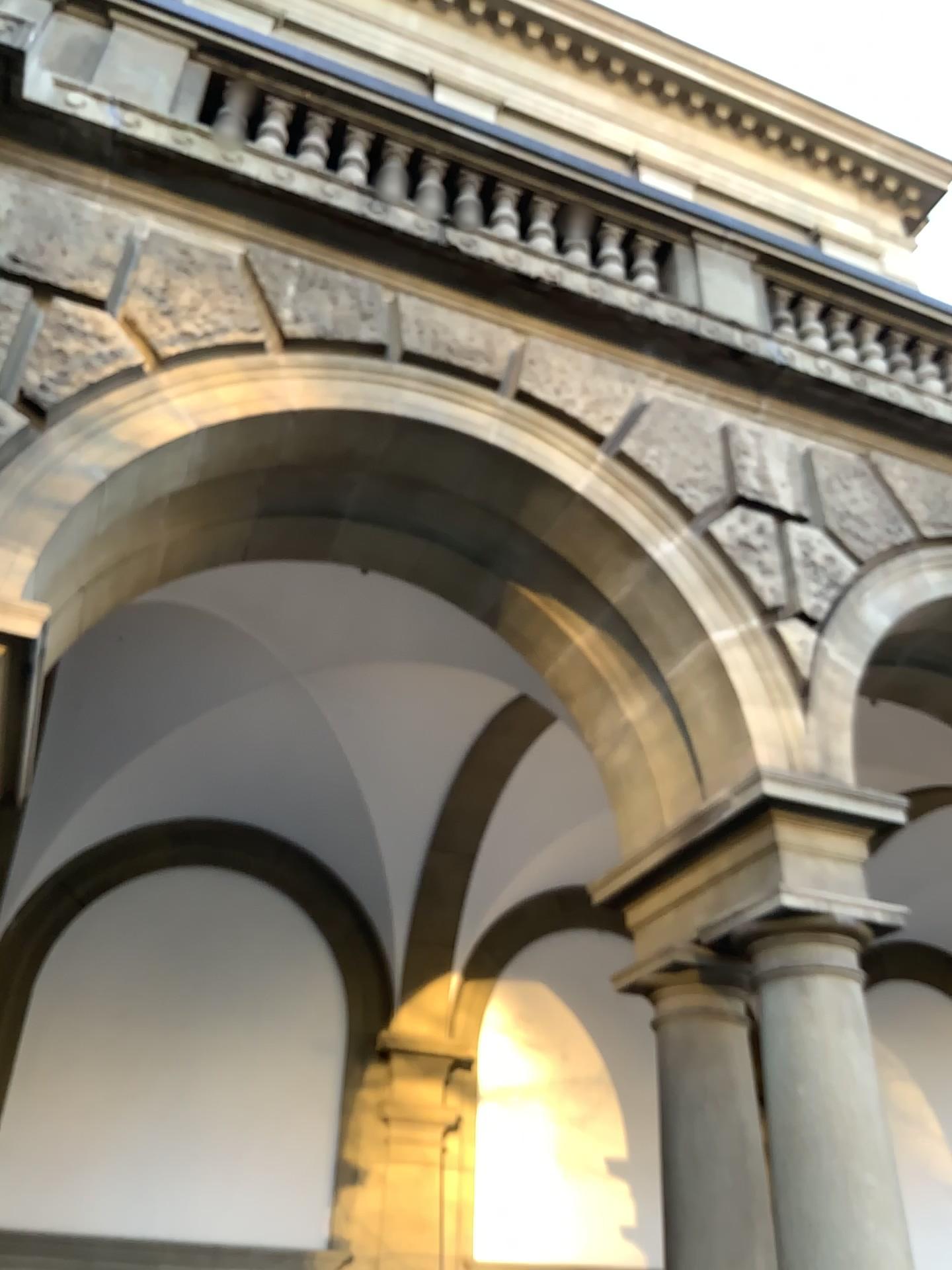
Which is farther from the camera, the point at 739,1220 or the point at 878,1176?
the point at 739,1220

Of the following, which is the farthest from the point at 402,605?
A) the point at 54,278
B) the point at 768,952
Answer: the point at 768,952

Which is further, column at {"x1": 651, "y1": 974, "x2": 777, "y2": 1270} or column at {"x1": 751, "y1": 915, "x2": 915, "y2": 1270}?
column at {"x1": 651, "y1": 974, "x2": 777, "y2": 1270}
